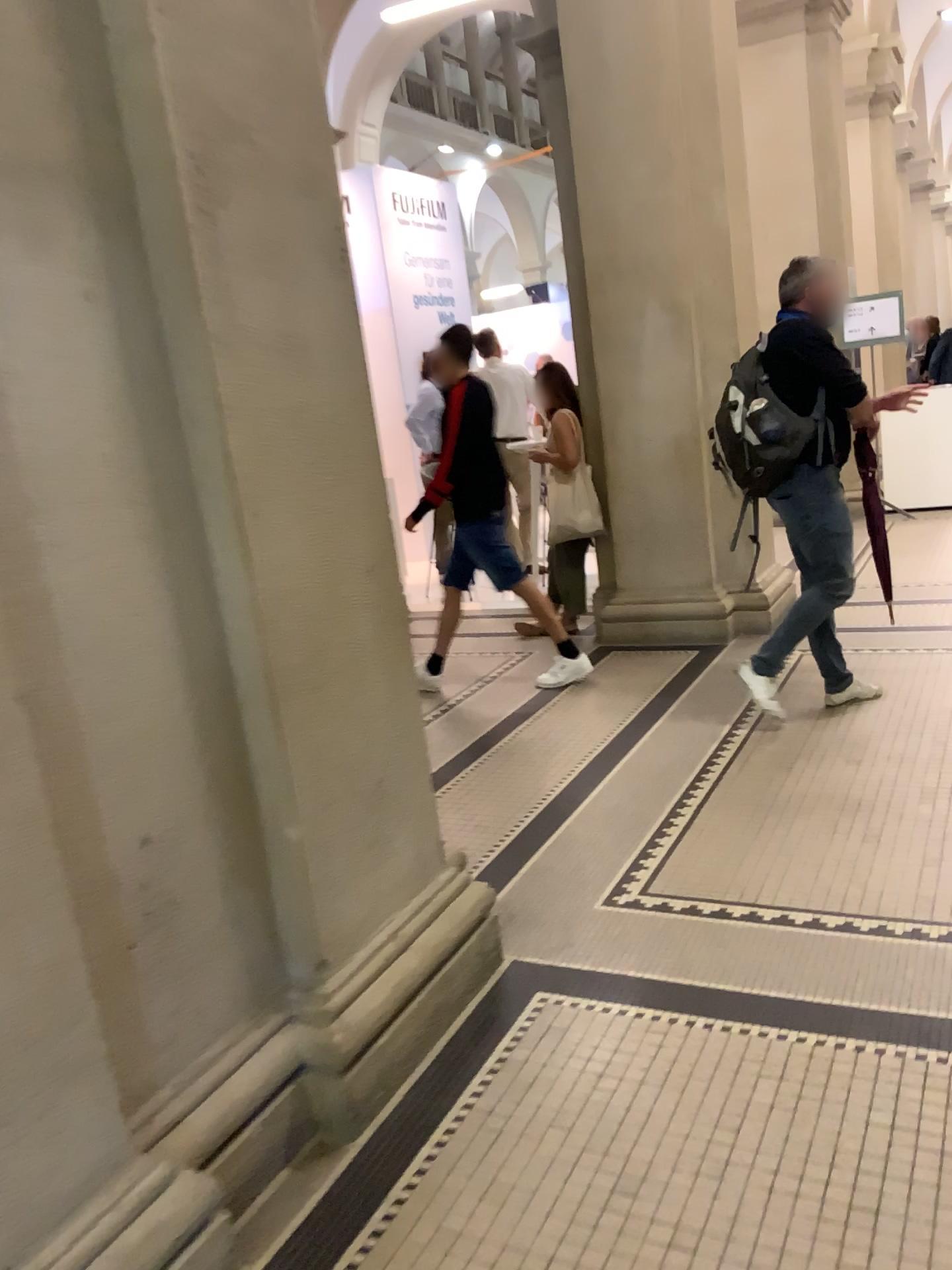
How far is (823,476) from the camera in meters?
4.1 m

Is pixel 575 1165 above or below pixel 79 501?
below

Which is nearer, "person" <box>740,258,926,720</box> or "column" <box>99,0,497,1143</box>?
"column" <box>99,0,497,1143</box>

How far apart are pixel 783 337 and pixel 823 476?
0.55m

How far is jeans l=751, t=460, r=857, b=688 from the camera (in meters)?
4.06

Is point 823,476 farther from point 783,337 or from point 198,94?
point 198,94

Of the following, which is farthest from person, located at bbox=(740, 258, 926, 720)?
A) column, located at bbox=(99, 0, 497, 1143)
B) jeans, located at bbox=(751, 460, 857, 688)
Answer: column, located at bbox=(99, 0, 497, 1143)

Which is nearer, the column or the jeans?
the column

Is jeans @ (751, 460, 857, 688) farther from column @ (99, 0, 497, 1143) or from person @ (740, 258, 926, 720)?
column @ (99, 0, 497, 1143)
